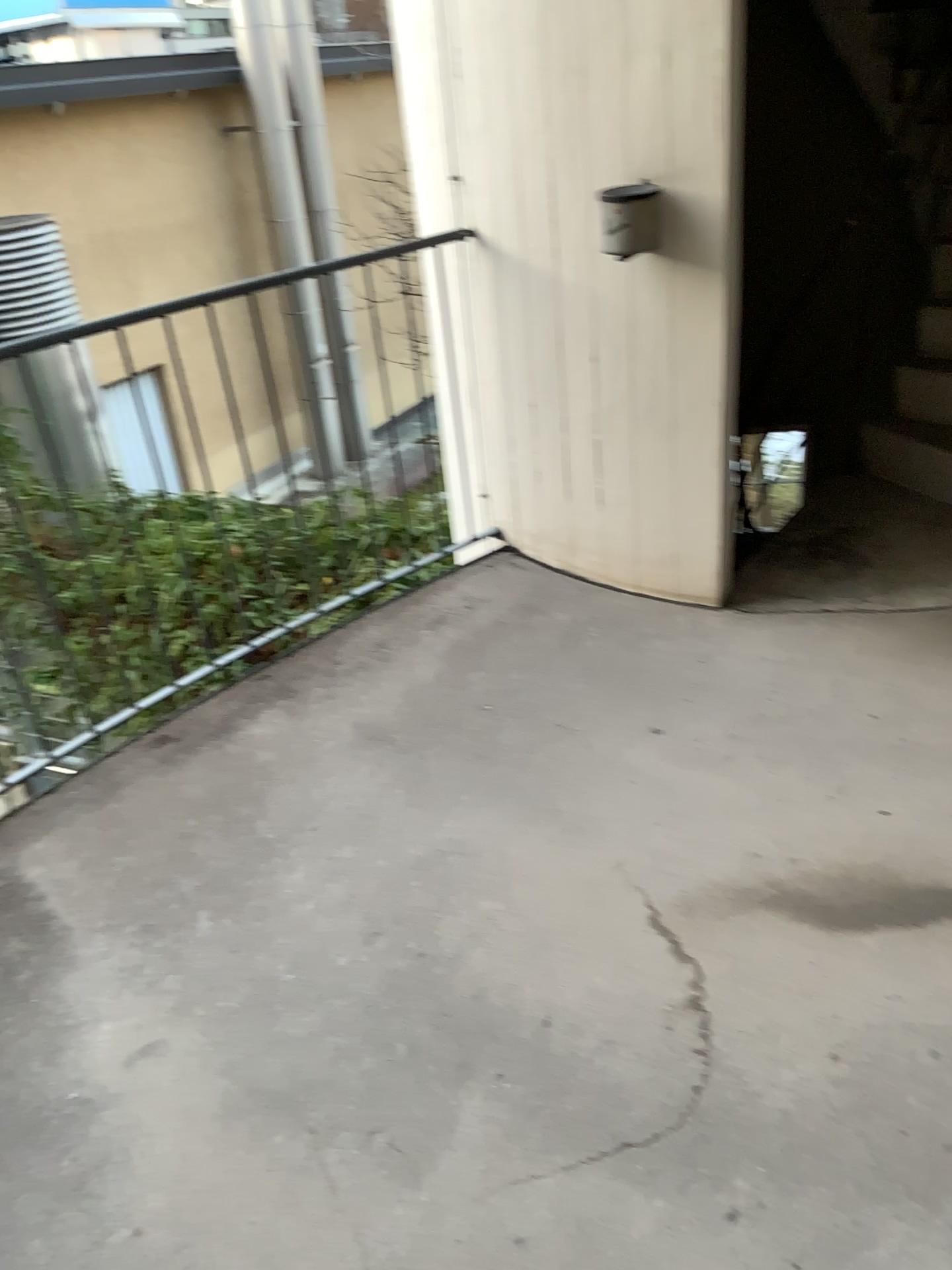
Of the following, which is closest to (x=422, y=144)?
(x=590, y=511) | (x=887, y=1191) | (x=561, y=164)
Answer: (x=561, y=164)
